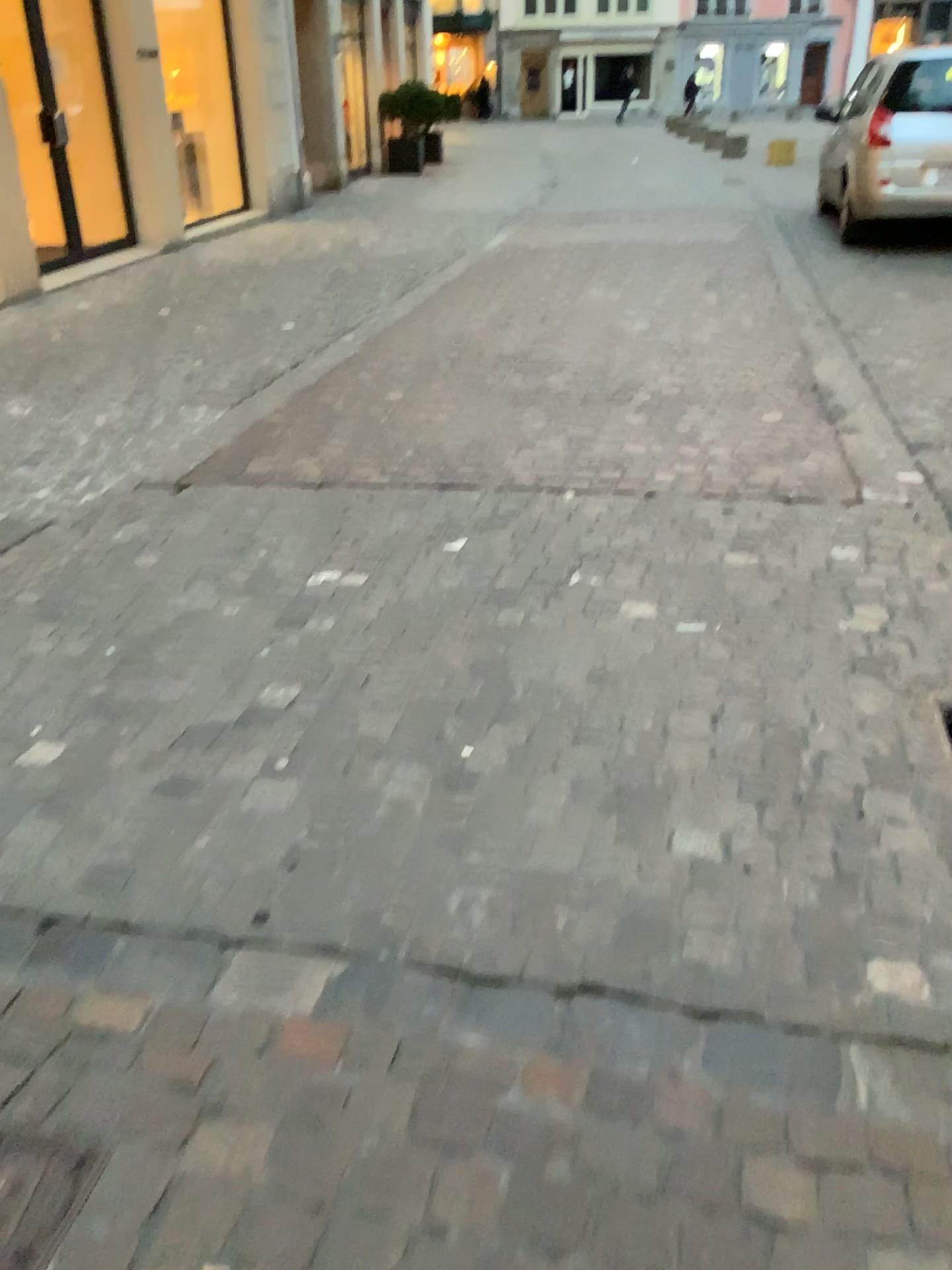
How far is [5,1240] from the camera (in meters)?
1.31

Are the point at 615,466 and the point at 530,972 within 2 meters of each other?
no

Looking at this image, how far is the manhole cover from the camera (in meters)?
1.31
